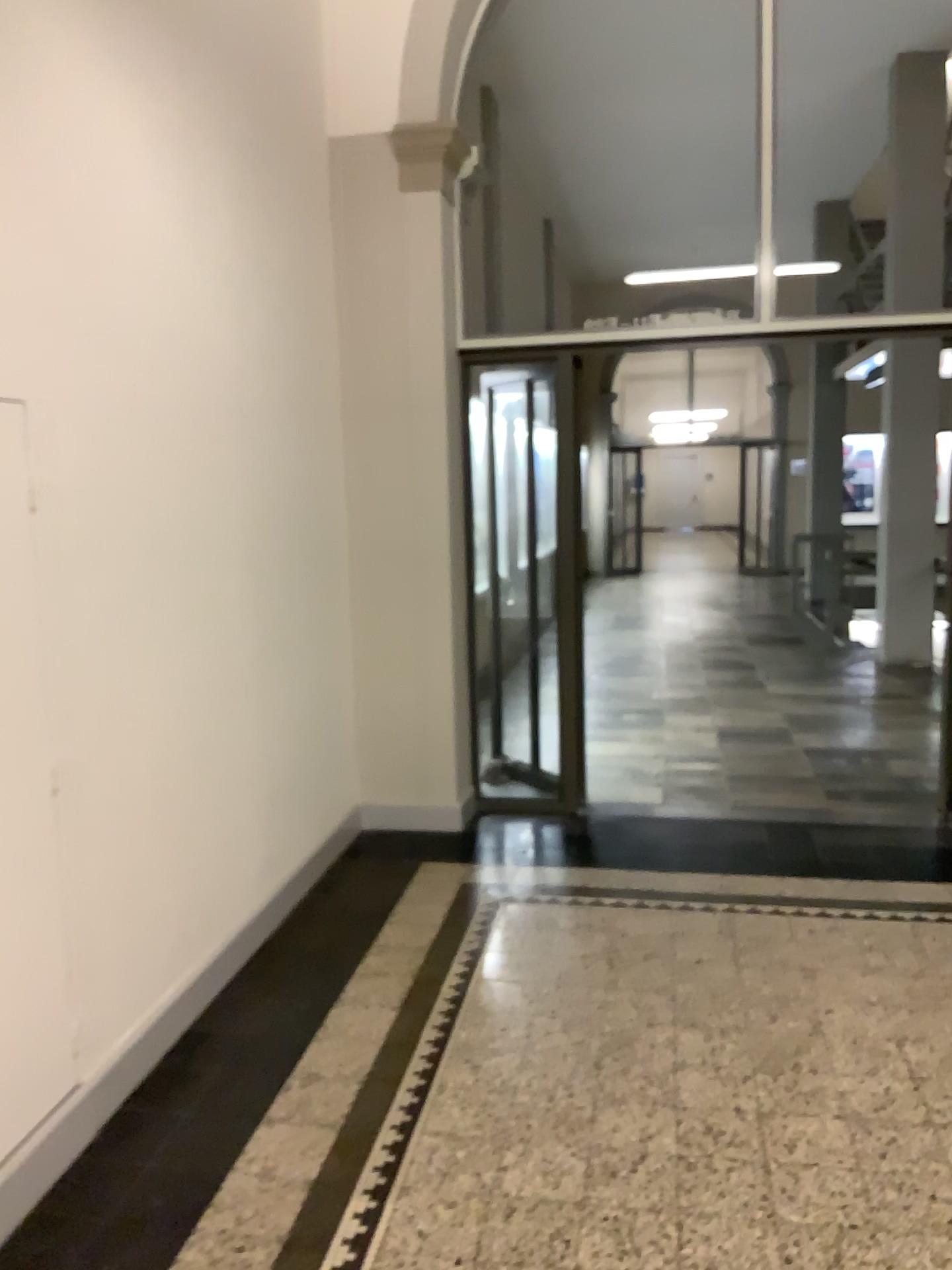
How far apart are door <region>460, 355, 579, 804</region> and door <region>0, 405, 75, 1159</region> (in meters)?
2.74

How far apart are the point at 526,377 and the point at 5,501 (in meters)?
2.93

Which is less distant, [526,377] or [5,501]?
[5,501]

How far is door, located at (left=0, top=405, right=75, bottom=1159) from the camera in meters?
2.3

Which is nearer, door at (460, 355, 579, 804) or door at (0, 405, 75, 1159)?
door at (0, 405, 75, 1159)

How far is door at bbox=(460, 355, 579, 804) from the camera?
4.81m

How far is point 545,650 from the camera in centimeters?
497cm

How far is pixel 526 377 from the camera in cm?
481
